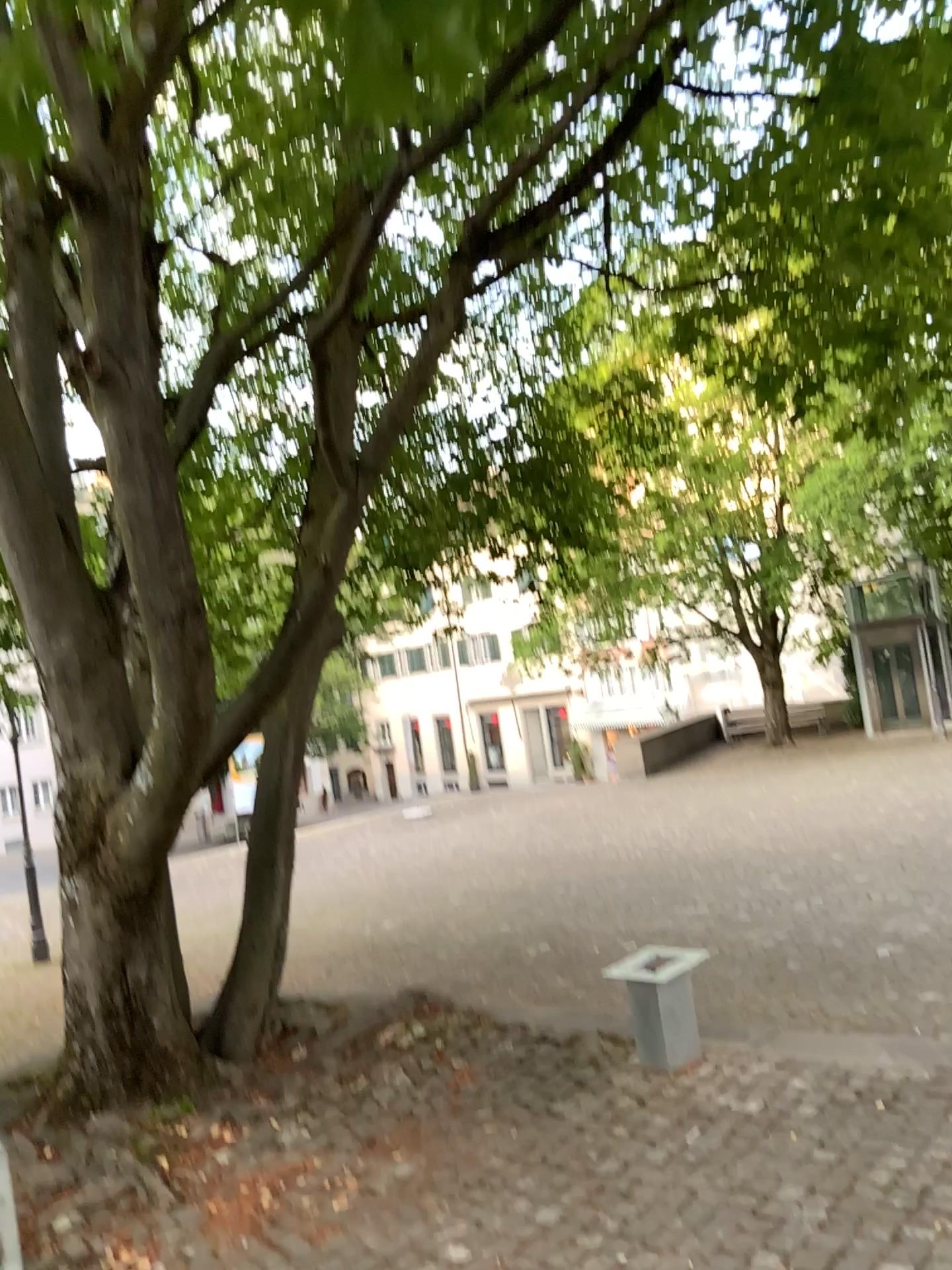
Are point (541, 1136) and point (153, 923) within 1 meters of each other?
no
